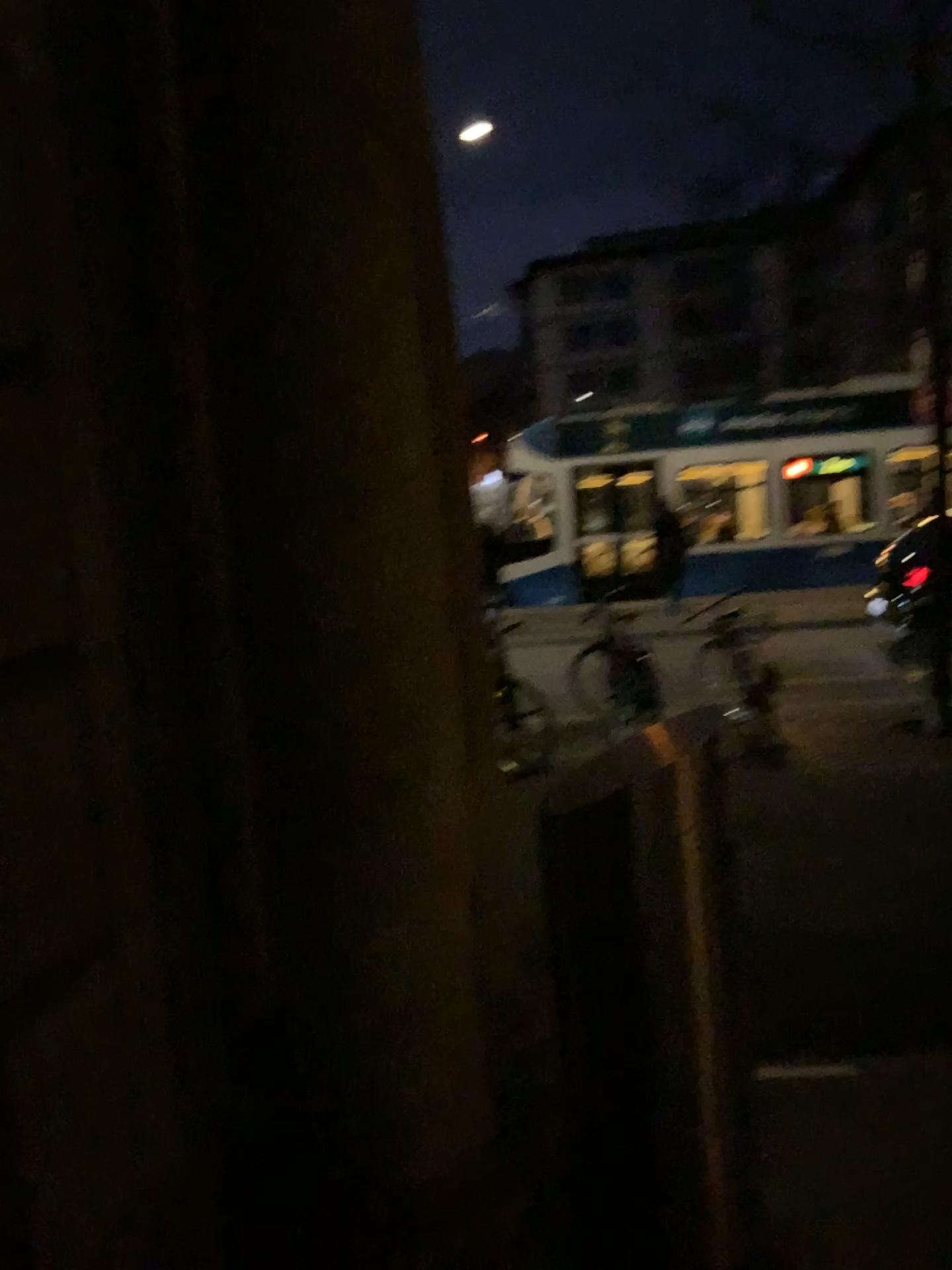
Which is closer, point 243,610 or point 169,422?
point 243,610

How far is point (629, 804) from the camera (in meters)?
1.88

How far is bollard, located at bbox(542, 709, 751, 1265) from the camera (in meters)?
1.88
